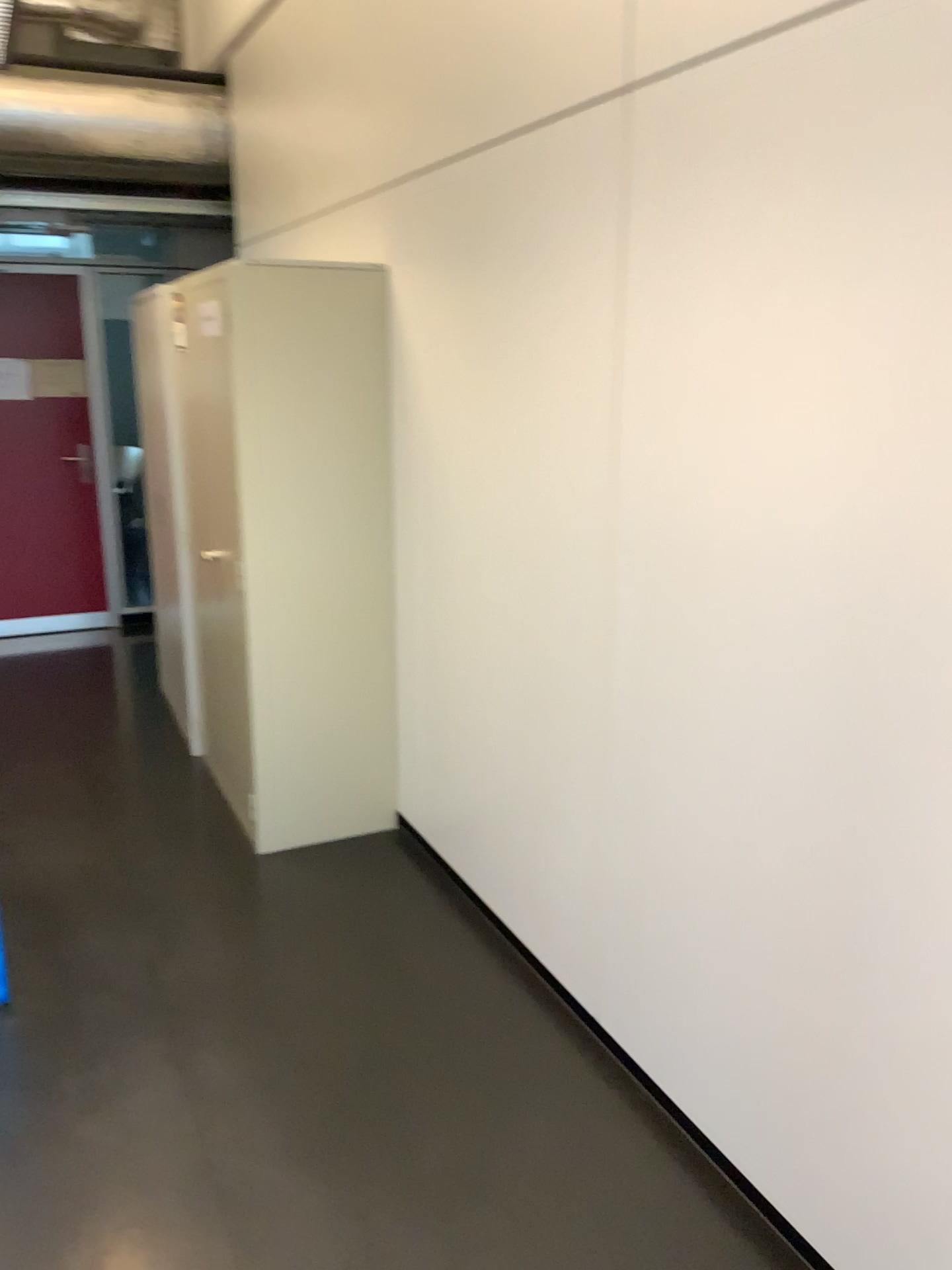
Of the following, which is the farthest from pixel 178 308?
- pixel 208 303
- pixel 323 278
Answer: pixel 323 278

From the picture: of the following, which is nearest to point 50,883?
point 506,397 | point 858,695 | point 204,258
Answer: point 506,397

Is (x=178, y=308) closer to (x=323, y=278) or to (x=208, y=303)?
(x=208, y=303)

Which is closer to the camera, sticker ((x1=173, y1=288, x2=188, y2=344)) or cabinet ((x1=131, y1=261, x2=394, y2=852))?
cabinet ((x1=131, y1=261, x2=394, y2=852))

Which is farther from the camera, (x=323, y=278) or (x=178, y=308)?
(x=178, y=308)
